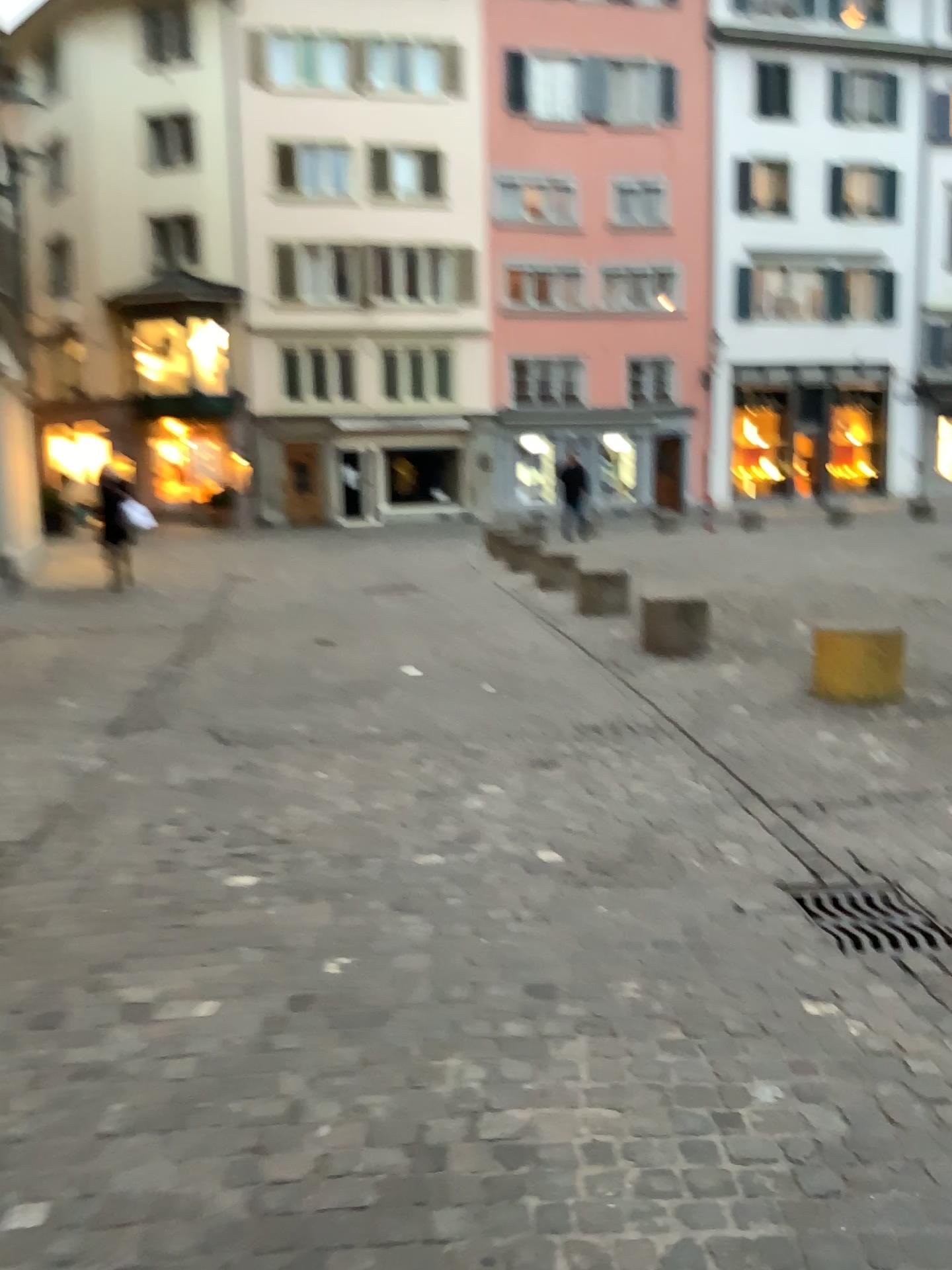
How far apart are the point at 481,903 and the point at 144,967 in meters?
1.0
